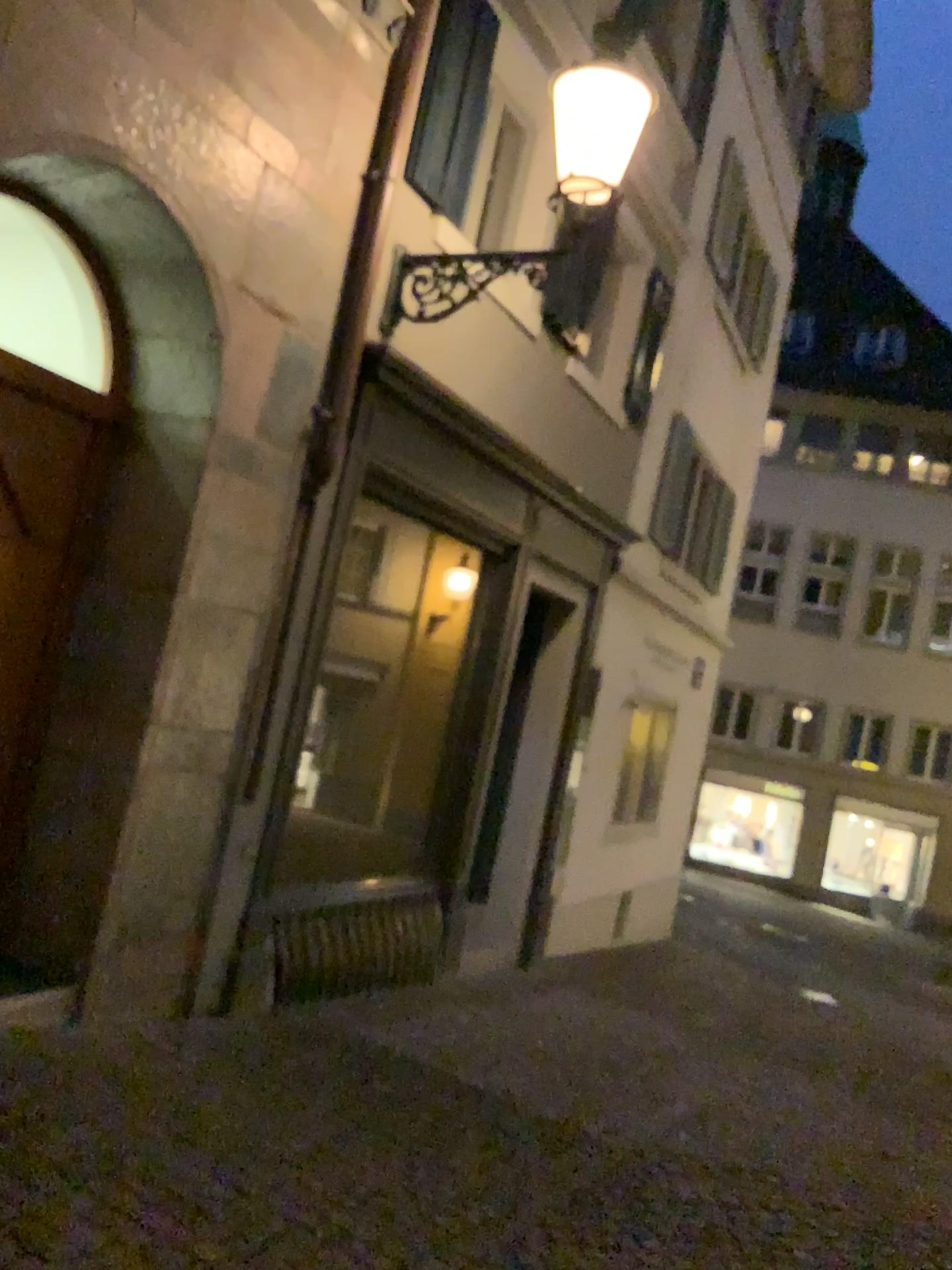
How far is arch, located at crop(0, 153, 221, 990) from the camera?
4.3m

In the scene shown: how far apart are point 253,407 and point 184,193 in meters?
0.9 m

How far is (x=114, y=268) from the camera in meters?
4.3 m
